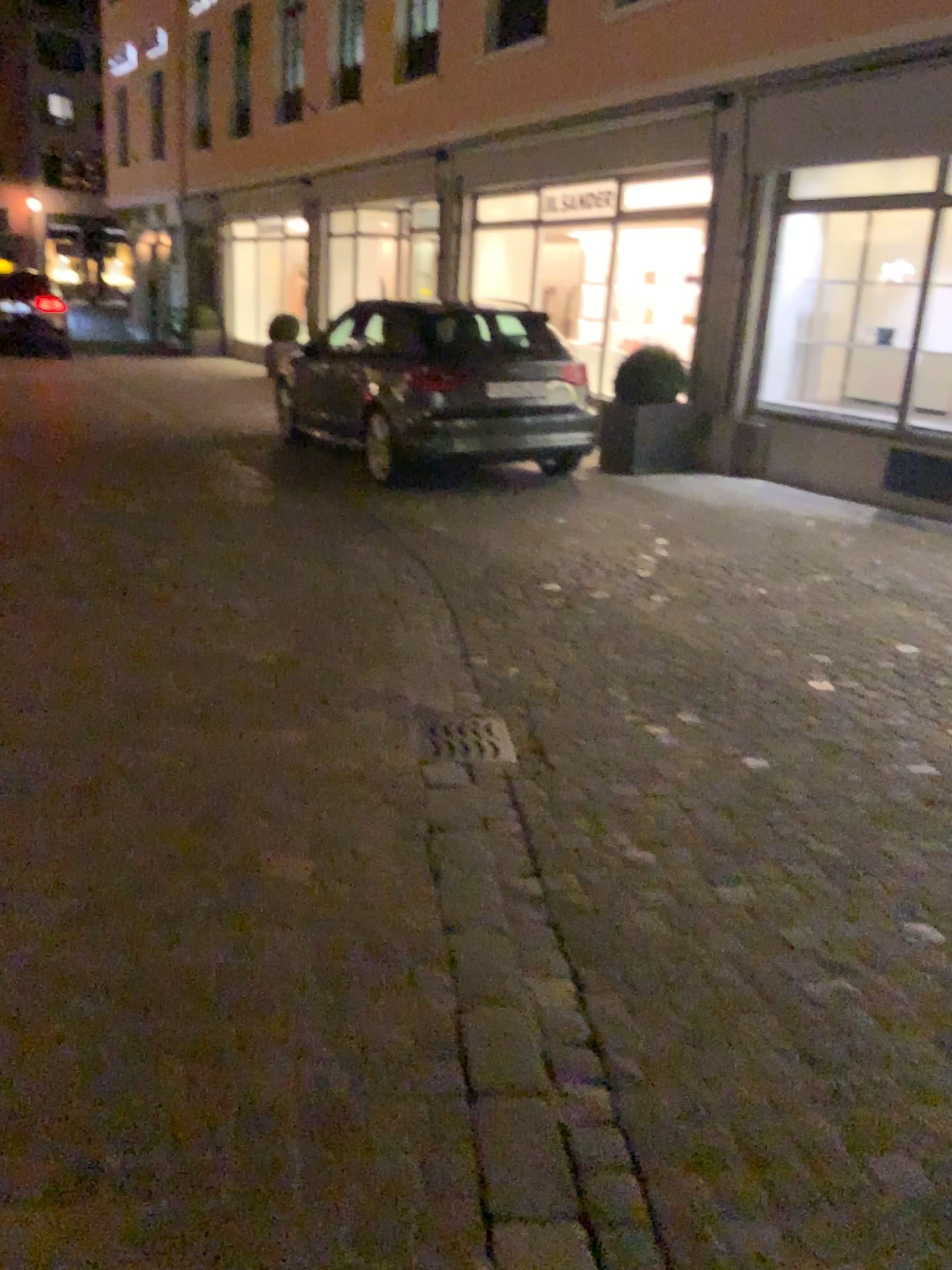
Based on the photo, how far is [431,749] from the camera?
3.5m

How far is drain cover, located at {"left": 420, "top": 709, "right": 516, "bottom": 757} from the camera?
3.5m

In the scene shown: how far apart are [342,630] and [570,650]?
0.98m
